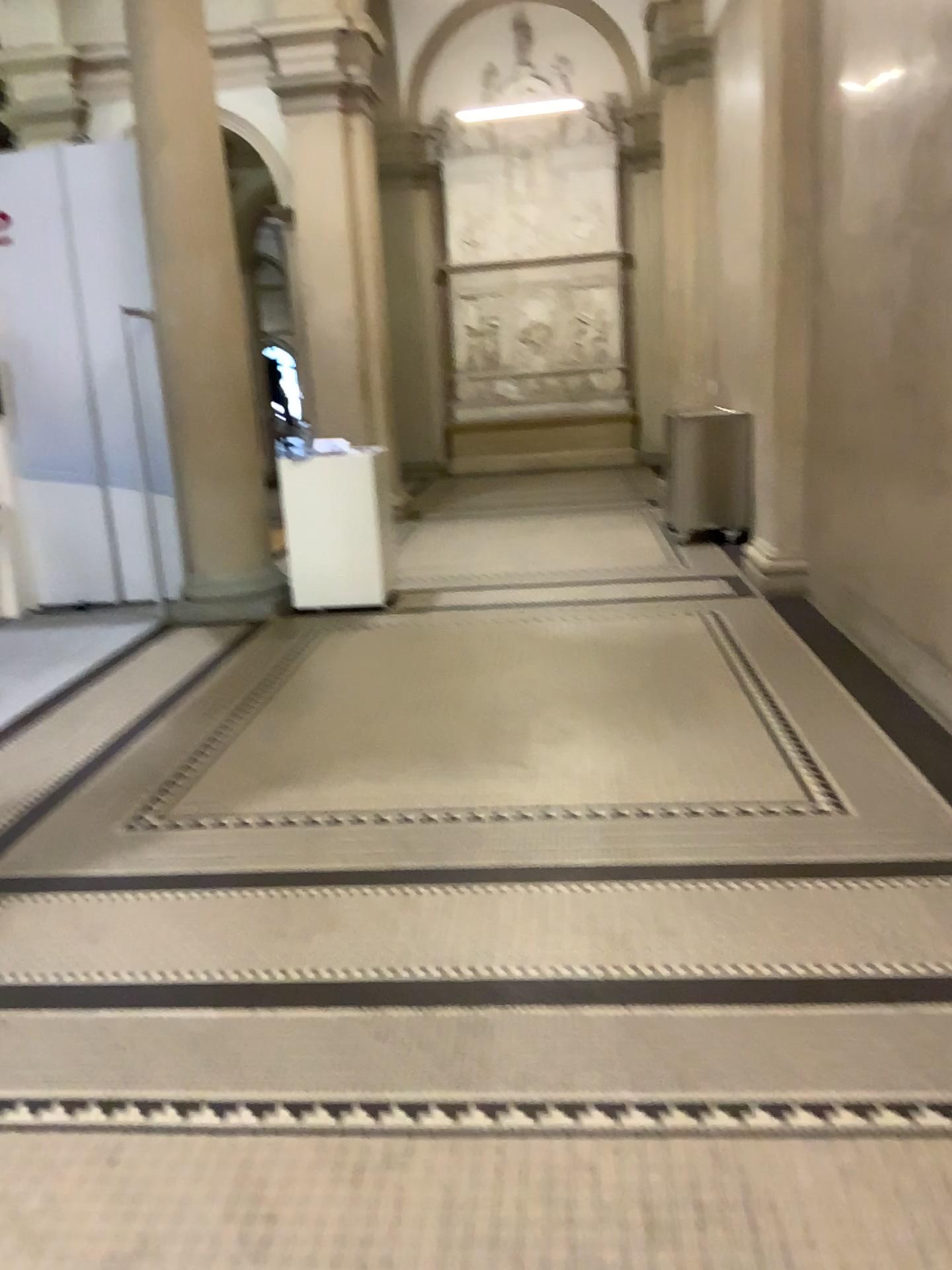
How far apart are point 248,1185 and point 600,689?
3.02m
